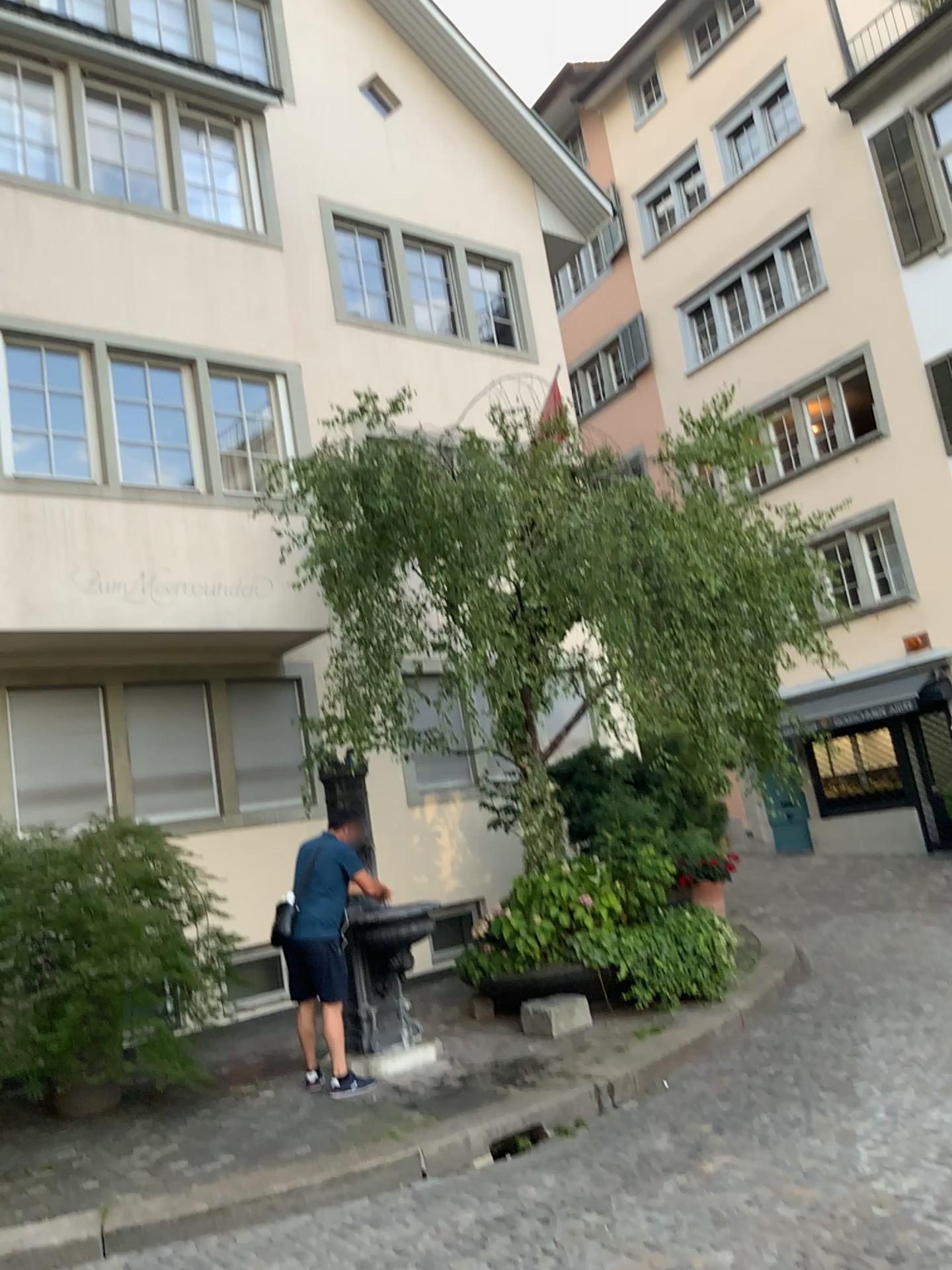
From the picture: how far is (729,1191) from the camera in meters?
4.3 m
